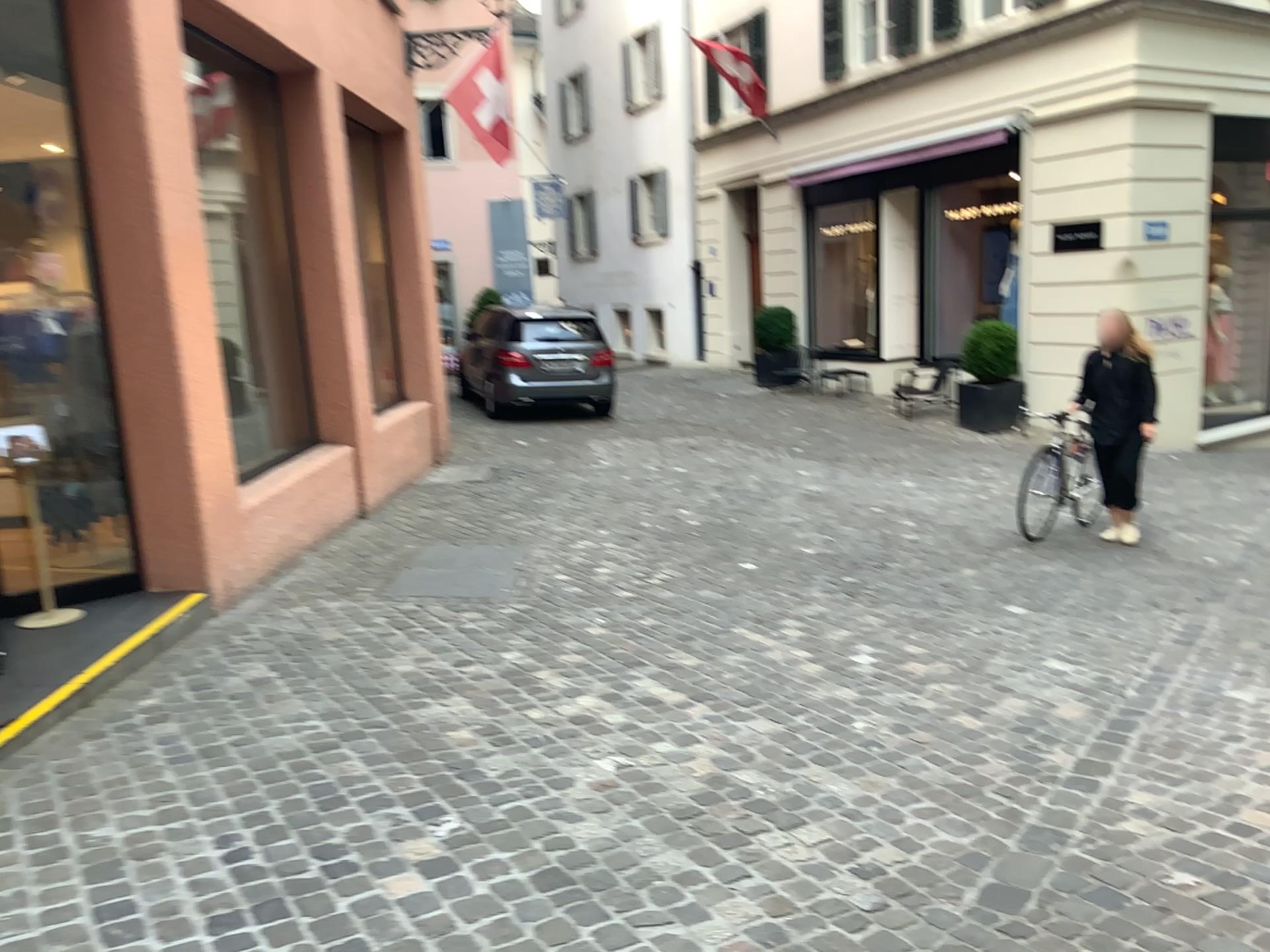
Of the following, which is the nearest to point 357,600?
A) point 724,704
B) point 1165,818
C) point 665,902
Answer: point 724,704
